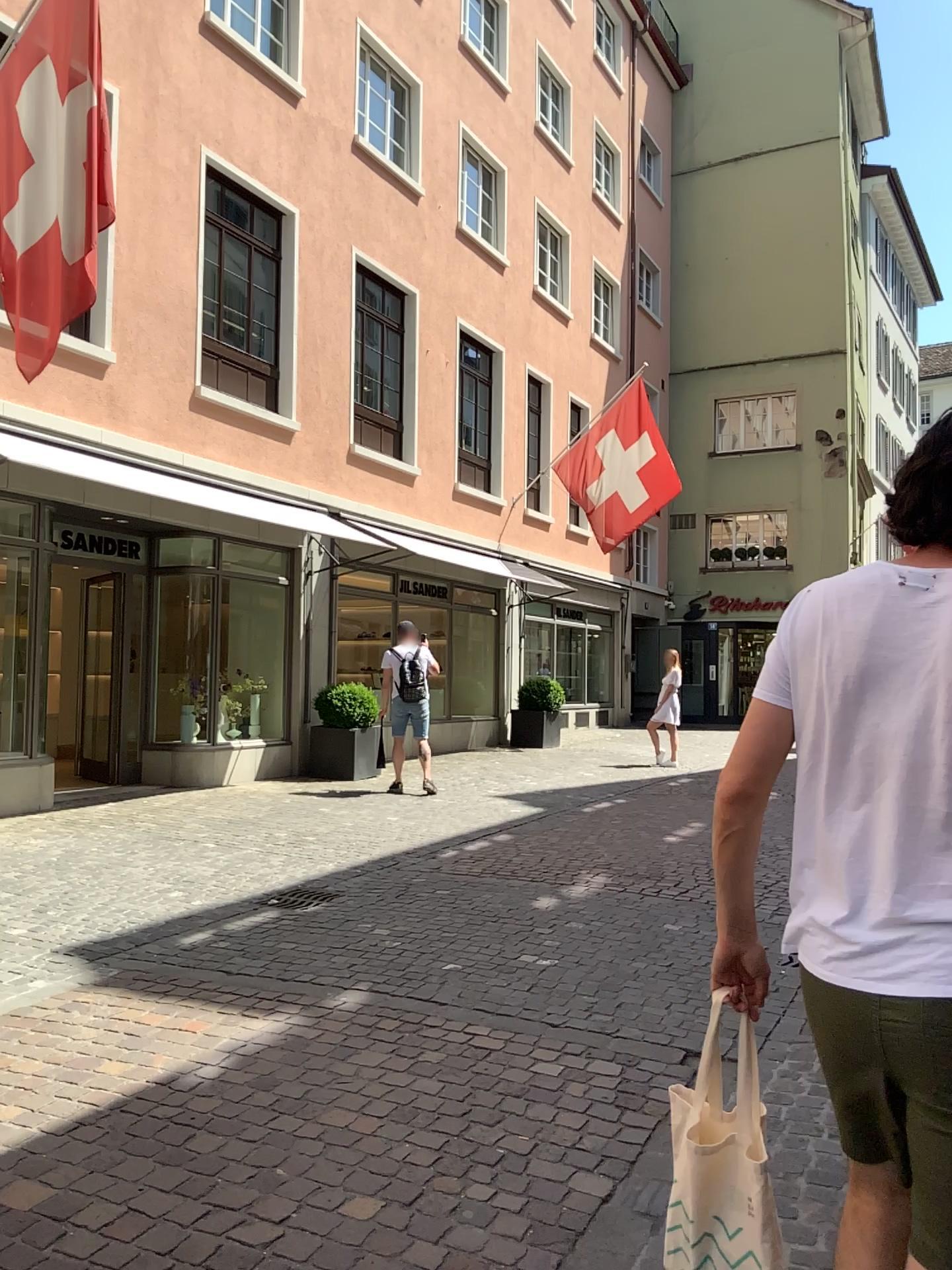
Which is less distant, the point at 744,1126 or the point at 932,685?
the point at 932,685

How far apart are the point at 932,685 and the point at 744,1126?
0.8 meters

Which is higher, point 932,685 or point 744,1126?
point 932,685

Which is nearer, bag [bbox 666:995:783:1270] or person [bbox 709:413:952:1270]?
person [bbox 709:413:952:1270]

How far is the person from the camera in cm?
136

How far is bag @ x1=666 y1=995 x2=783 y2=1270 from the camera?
1.71m

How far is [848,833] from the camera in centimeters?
145cm
